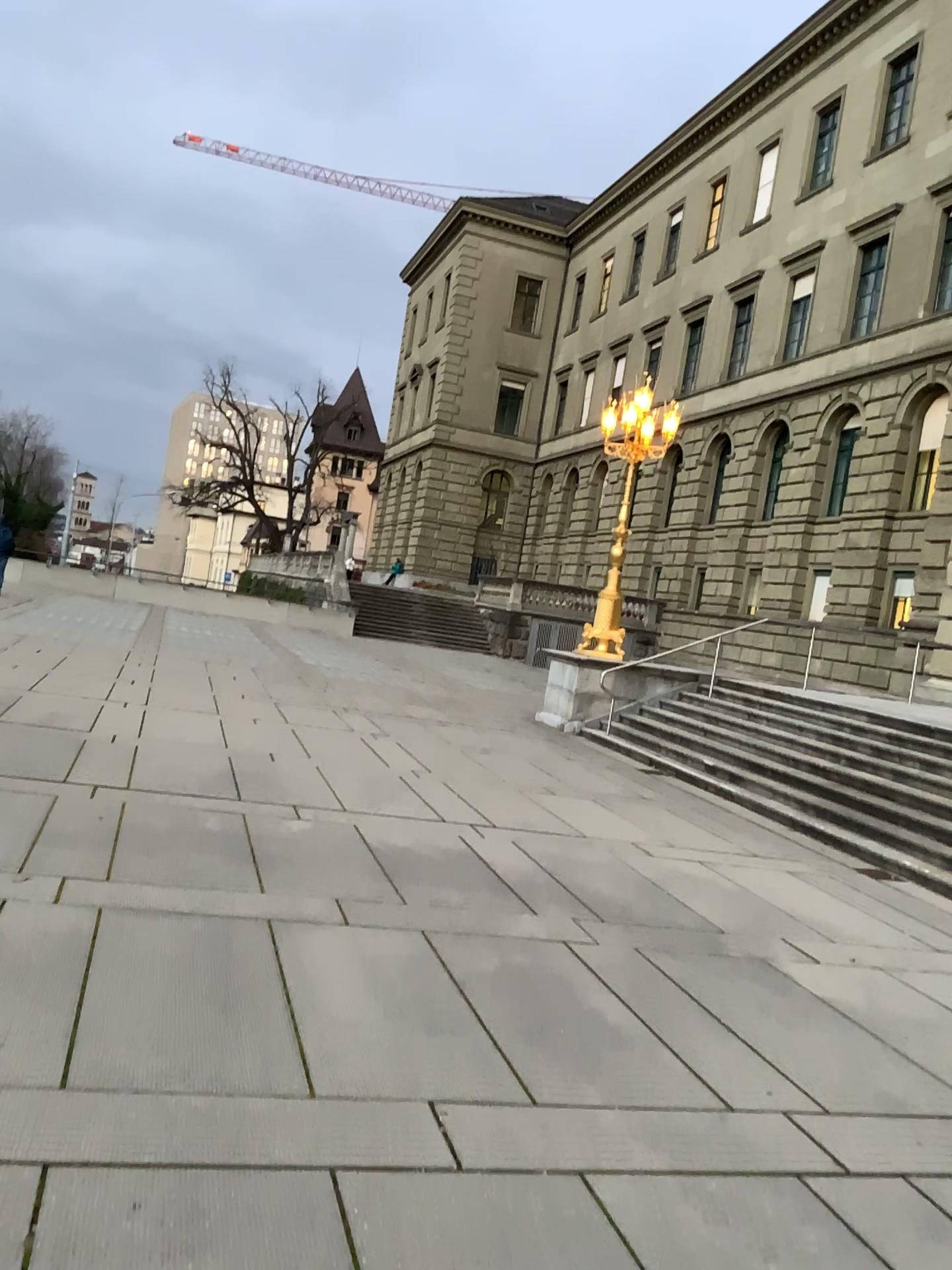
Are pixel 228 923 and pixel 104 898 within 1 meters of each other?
Answer: yes
